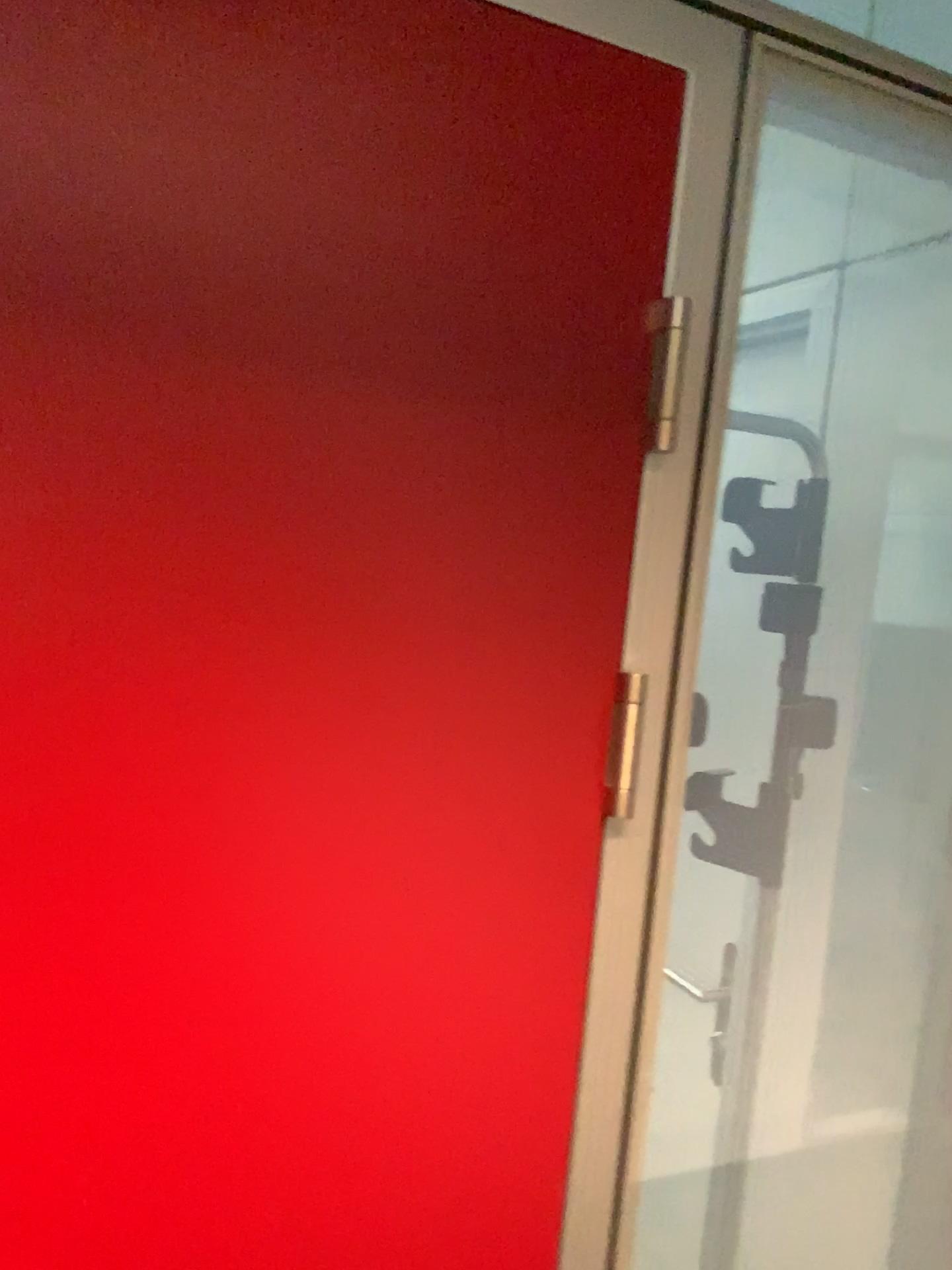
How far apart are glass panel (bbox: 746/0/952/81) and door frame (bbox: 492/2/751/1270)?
0.6 meters

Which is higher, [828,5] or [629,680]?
[828,5]

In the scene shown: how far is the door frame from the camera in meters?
0.8 m

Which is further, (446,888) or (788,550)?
(788,550)

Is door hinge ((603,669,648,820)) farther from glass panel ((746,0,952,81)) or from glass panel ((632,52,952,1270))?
glass panel ((746,0,952,81))

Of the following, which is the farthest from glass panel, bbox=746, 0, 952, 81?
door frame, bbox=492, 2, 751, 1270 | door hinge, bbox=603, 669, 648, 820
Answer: door hinge, bbox=603, 669, 648, 820

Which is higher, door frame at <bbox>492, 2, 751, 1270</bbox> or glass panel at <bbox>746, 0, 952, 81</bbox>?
glass panel at <bbox>746, 0, 952, 81</bbox>

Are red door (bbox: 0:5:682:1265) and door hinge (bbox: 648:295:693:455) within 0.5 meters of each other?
yes

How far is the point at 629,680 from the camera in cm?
88

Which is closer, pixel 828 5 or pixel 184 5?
pixel 184 5
